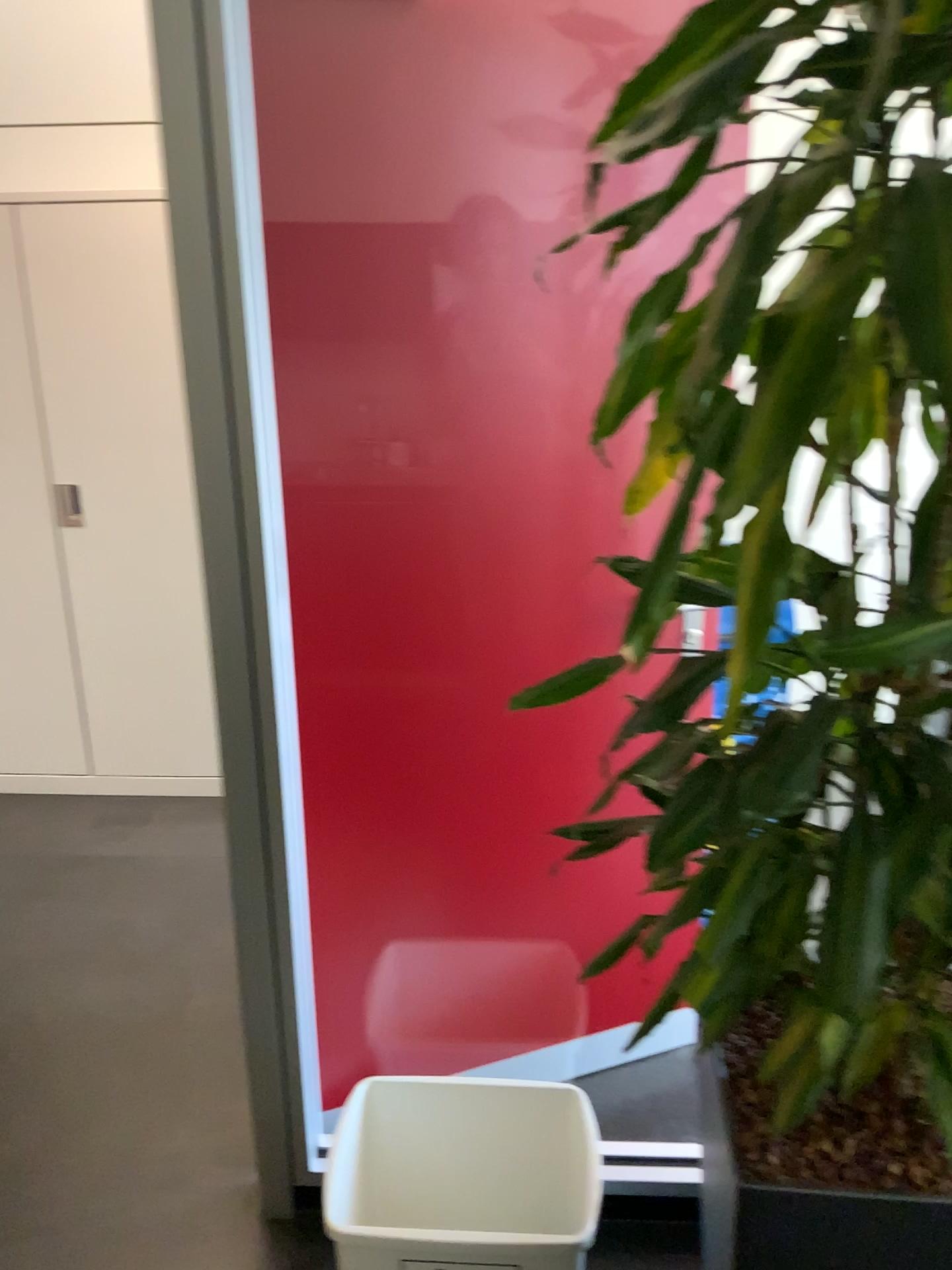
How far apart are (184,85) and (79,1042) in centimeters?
199cm

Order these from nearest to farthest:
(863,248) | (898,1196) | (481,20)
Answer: (863,248) < (898,1196) < (481,20)

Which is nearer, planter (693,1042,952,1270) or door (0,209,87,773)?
planter (693,1042,952,1270)

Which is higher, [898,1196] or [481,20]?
[481,20]

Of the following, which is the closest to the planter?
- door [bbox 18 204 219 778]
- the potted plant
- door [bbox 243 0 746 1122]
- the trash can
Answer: the potted plant

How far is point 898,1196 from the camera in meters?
1.1 m

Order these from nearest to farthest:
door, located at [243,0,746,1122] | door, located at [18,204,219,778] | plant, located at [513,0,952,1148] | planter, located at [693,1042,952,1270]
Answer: plant, located at [513,0,952,1148], planter, located at [693,1042,952,1270], door, located at [243,0,746,1122], door, located at [18,204,219,778]

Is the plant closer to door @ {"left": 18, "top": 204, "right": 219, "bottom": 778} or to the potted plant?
the potted plant

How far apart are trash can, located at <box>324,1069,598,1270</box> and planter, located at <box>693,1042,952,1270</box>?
0.7m

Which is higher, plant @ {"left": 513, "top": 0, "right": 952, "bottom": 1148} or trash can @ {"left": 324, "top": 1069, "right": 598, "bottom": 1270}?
plant @ {"left": 513, "top": 0, "right": 952, "bottom": 1148}
